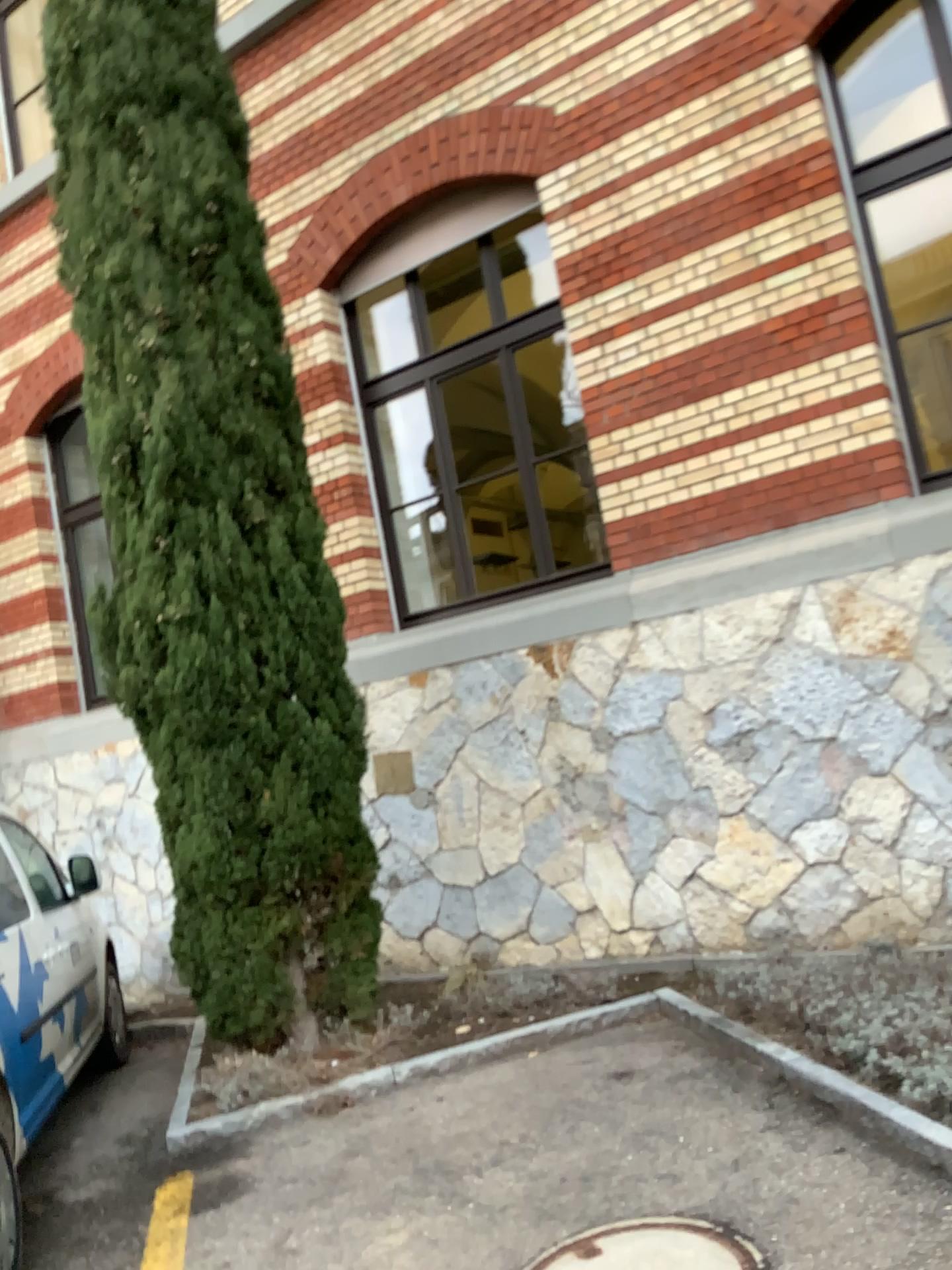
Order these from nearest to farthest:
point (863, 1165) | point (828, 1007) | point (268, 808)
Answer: point (863, 1165) < point (828, 1007) < point (268, 808)
